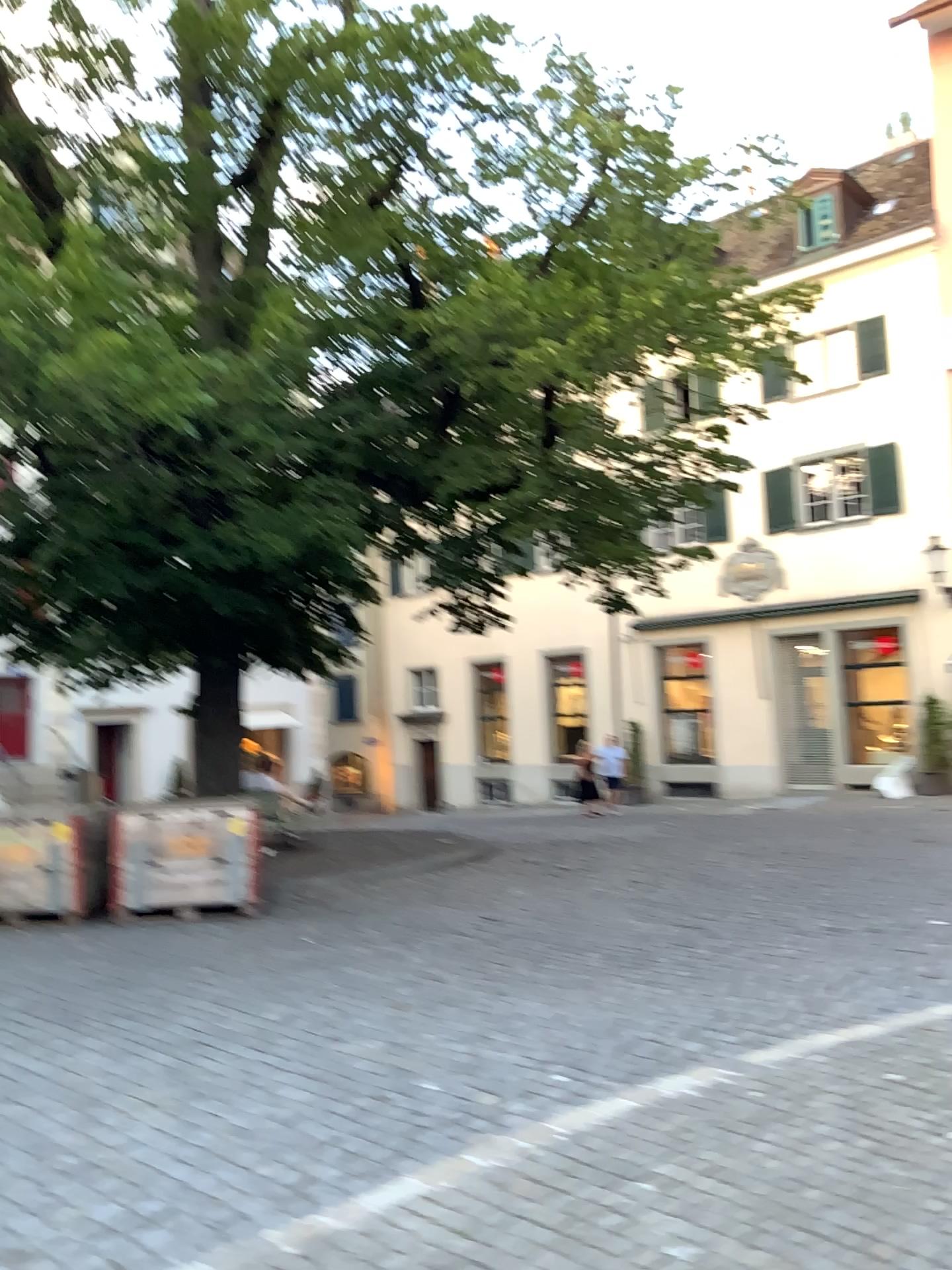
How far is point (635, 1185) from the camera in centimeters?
386cm
